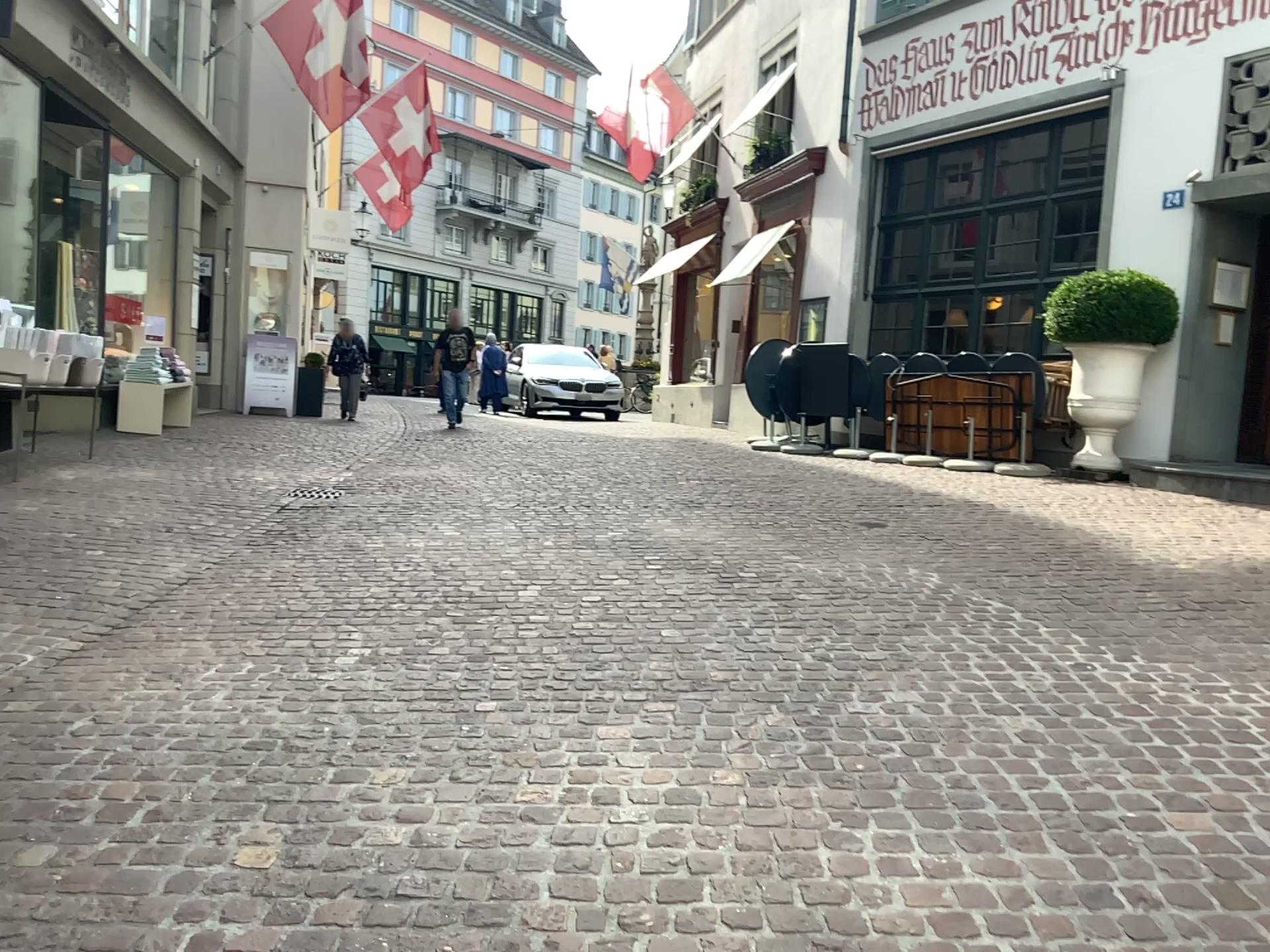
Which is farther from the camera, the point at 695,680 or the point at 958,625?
the point at 958,625
